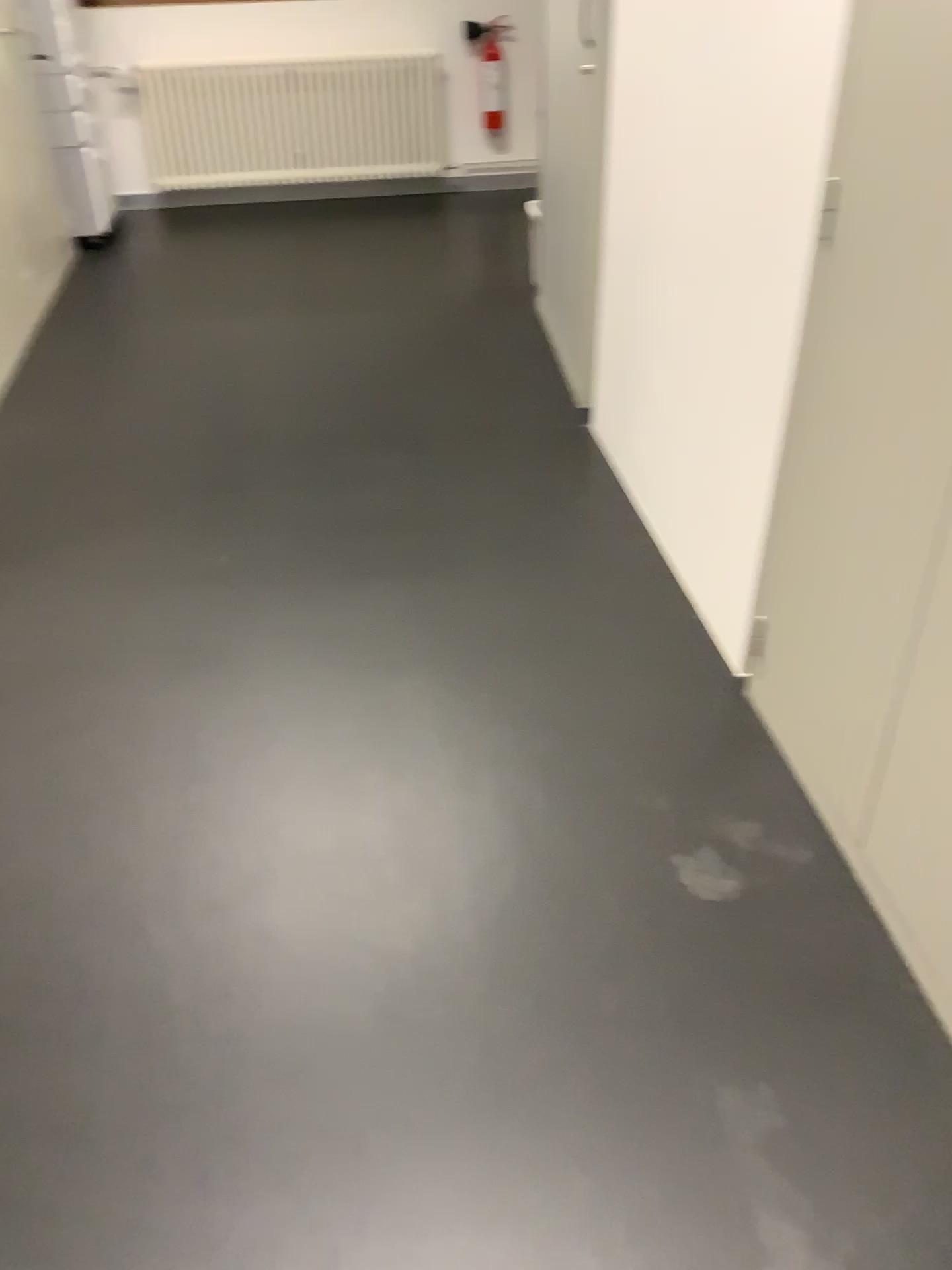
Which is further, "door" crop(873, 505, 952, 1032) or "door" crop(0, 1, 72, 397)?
"door" crop(0, 1, 72, 397)

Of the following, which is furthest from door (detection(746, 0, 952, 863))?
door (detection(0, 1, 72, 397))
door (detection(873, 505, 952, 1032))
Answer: door (detection(0, 1, 72, 397))

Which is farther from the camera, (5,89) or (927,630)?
(5,89)

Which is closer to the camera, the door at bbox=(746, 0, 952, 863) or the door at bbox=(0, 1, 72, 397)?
the door at bbox=(746, 0, 952, 863)

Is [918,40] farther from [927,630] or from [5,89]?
[5,89]

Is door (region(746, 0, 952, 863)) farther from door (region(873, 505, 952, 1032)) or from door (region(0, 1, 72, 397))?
door (region(0, 1, 72, 397))

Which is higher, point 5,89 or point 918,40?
point 918,40

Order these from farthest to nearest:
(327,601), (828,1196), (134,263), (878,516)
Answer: (134,263) → (327,601) → (878,516) → (828,1196)

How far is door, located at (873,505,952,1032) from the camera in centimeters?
150cm
